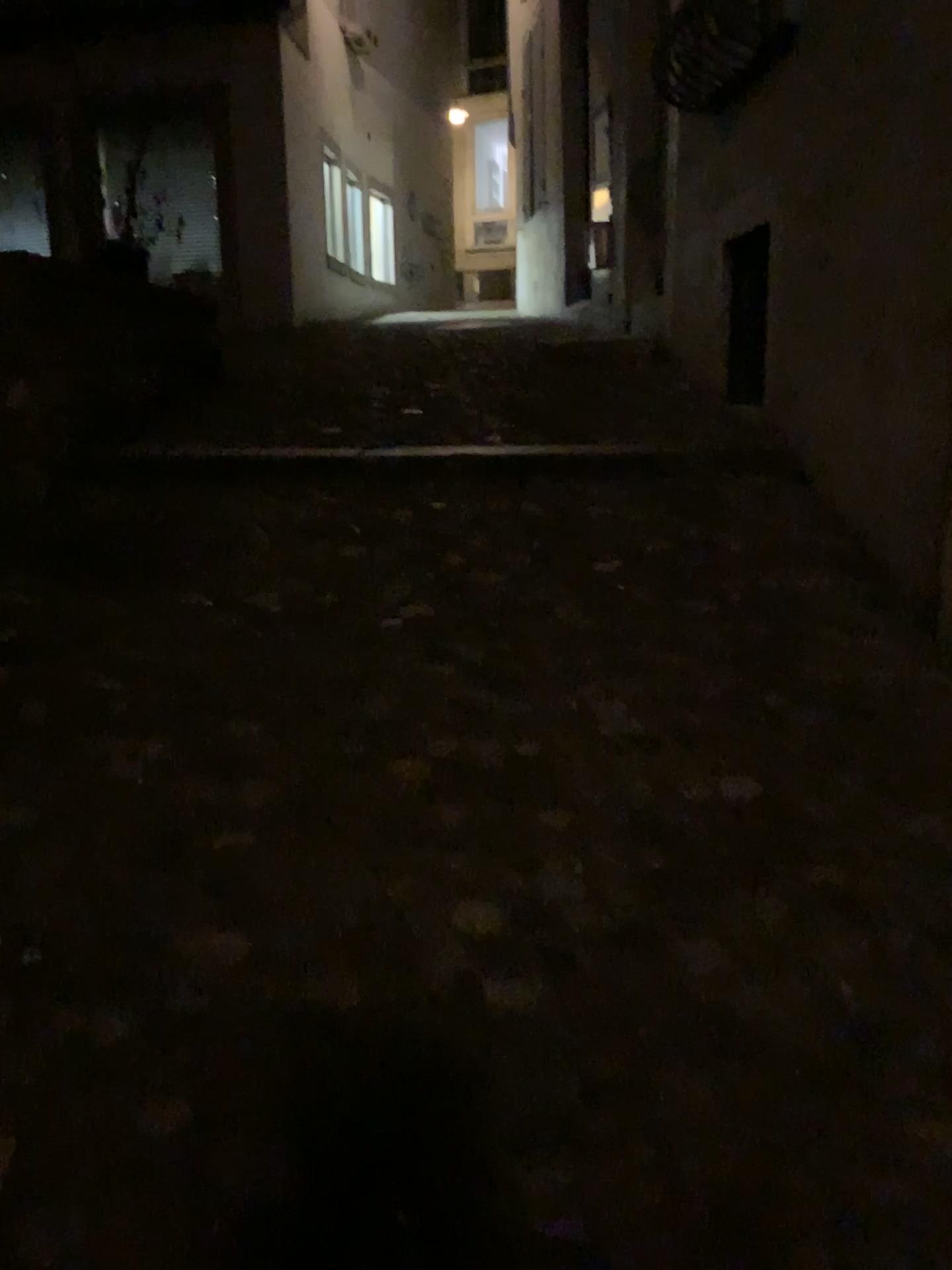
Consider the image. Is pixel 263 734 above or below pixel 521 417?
below
